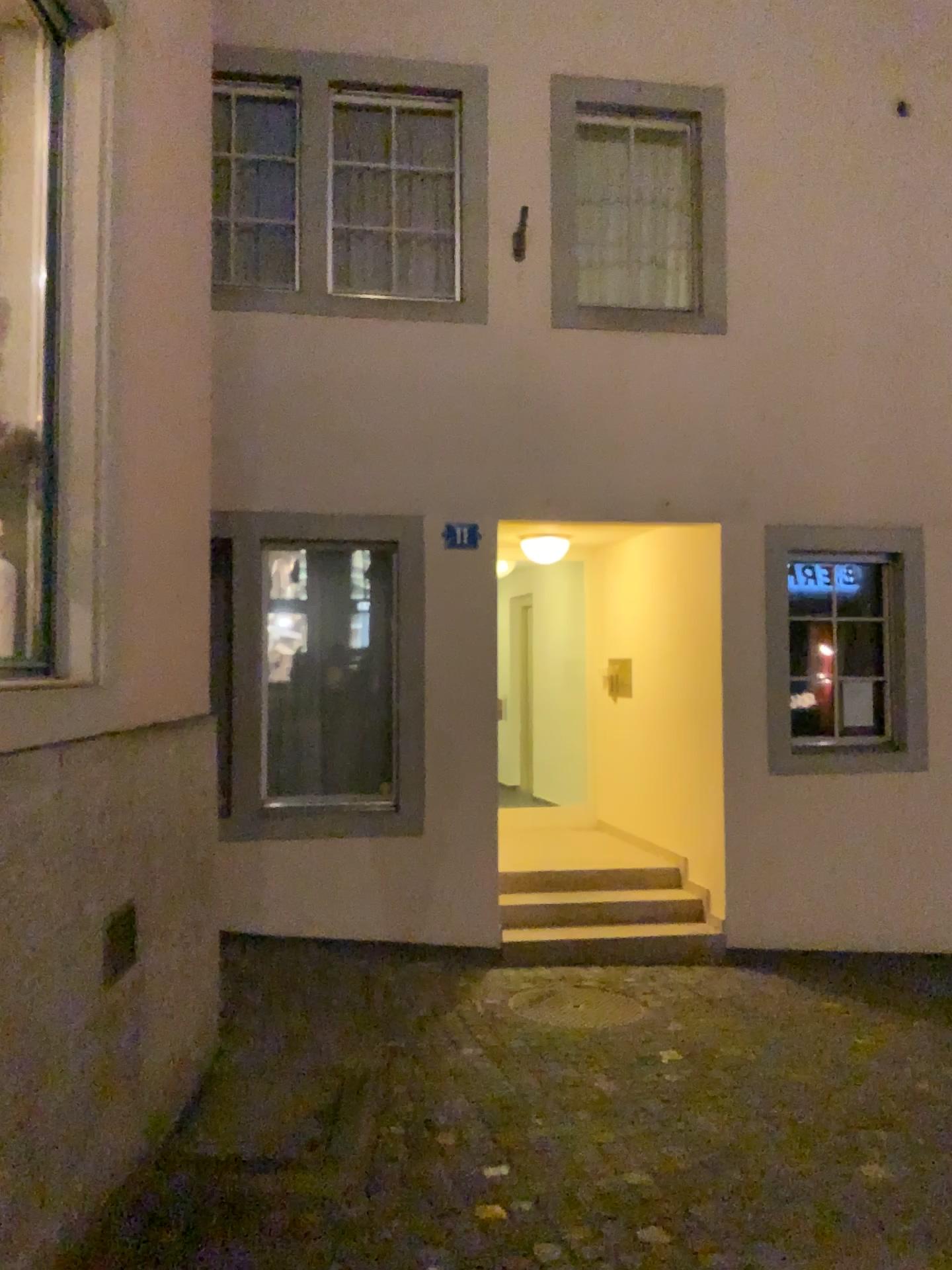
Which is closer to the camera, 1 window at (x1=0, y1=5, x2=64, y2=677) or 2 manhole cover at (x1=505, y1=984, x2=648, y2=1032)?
1 window at (x1=0, y1=5, x2=64, y2=677)

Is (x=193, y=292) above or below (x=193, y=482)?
above

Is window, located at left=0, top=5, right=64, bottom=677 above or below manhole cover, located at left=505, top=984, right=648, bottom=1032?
above

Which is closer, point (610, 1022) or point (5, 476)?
point (5, 476)

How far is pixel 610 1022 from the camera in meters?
4.9

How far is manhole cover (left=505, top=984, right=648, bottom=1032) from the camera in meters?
4.9

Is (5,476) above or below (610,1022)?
above
